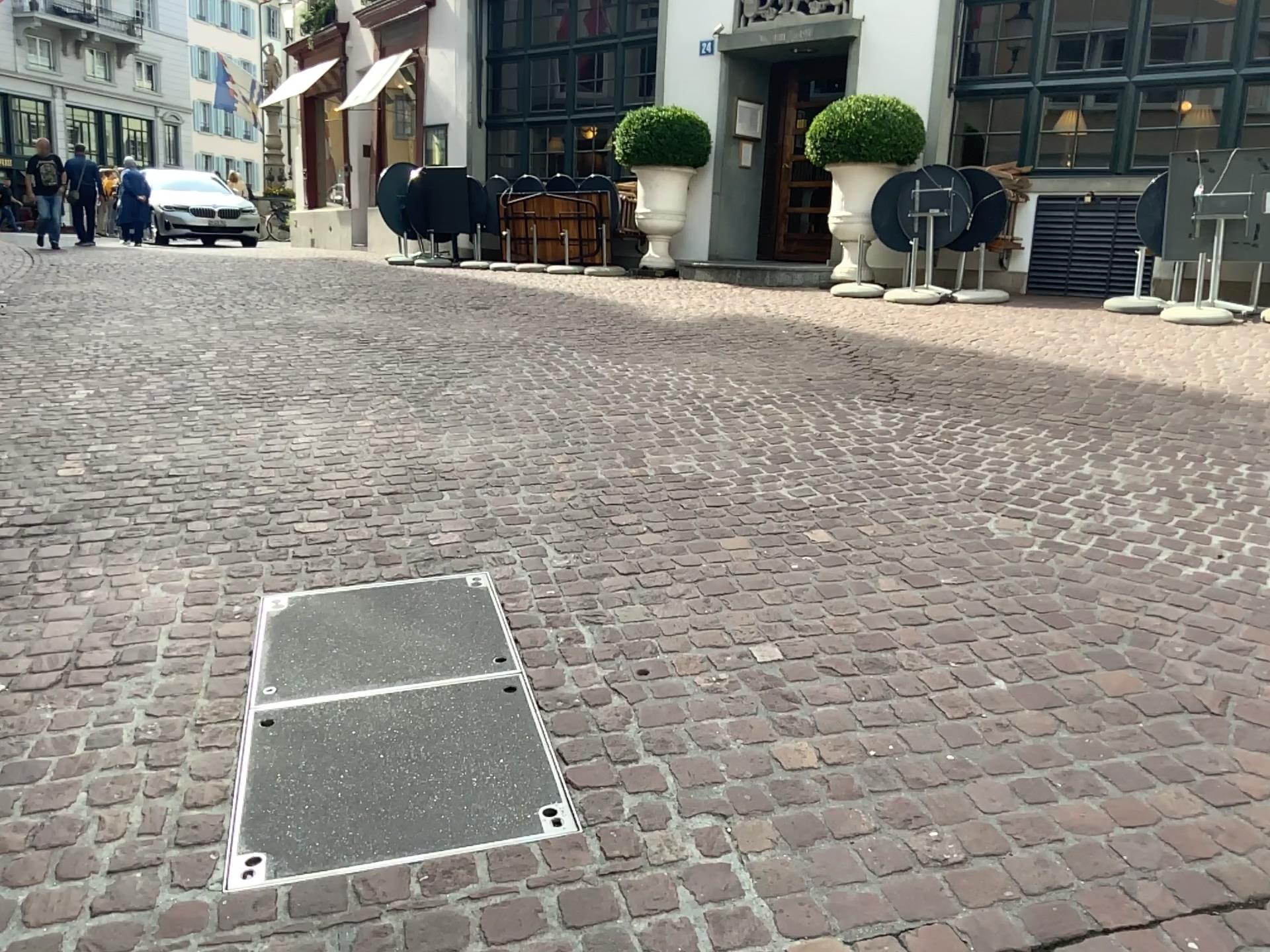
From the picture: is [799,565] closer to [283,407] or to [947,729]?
[947,729]
